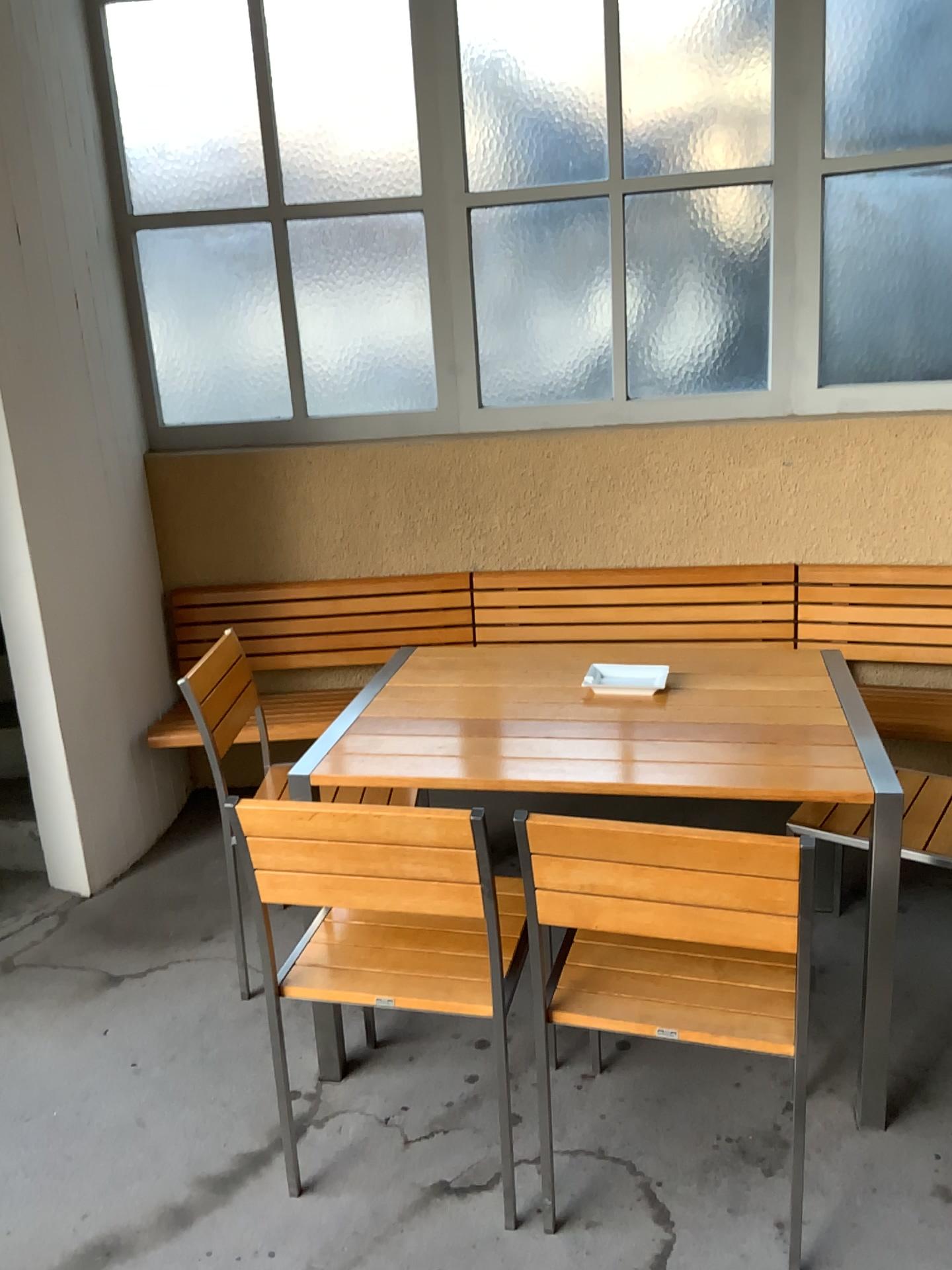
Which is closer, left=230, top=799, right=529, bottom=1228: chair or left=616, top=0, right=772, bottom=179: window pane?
left=230, top=799, right=529, bottom=1228: chair

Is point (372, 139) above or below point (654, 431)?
above

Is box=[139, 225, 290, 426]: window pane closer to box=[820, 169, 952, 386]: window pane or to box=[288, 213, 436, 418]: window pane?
box=[288, 213, 436, 418]: window pane

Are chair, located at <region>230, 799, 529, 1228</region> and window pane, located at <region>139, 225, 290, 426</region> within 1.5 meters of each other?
no

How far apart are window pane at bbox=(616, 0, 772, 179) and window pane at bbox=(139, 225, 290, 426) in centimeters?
124cm

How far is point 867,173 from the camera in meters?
3.3

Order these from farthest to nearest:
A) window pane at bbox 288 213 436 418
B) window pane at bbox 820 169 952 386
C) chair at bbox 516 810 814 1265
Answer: window pane at bbox 288 213 436 418 < window pane at bbox 820 169 952 386 < chair at bbox 516 810 814 1265

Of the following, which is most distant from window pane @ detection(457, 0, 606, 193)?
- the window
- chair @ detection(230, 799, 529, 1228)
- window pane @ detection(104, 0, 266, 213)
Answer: chair @ detection(230, 799, 529, 1228)

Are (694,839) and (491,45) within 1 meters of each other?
no

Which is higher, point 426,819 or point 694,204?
point 694,204
